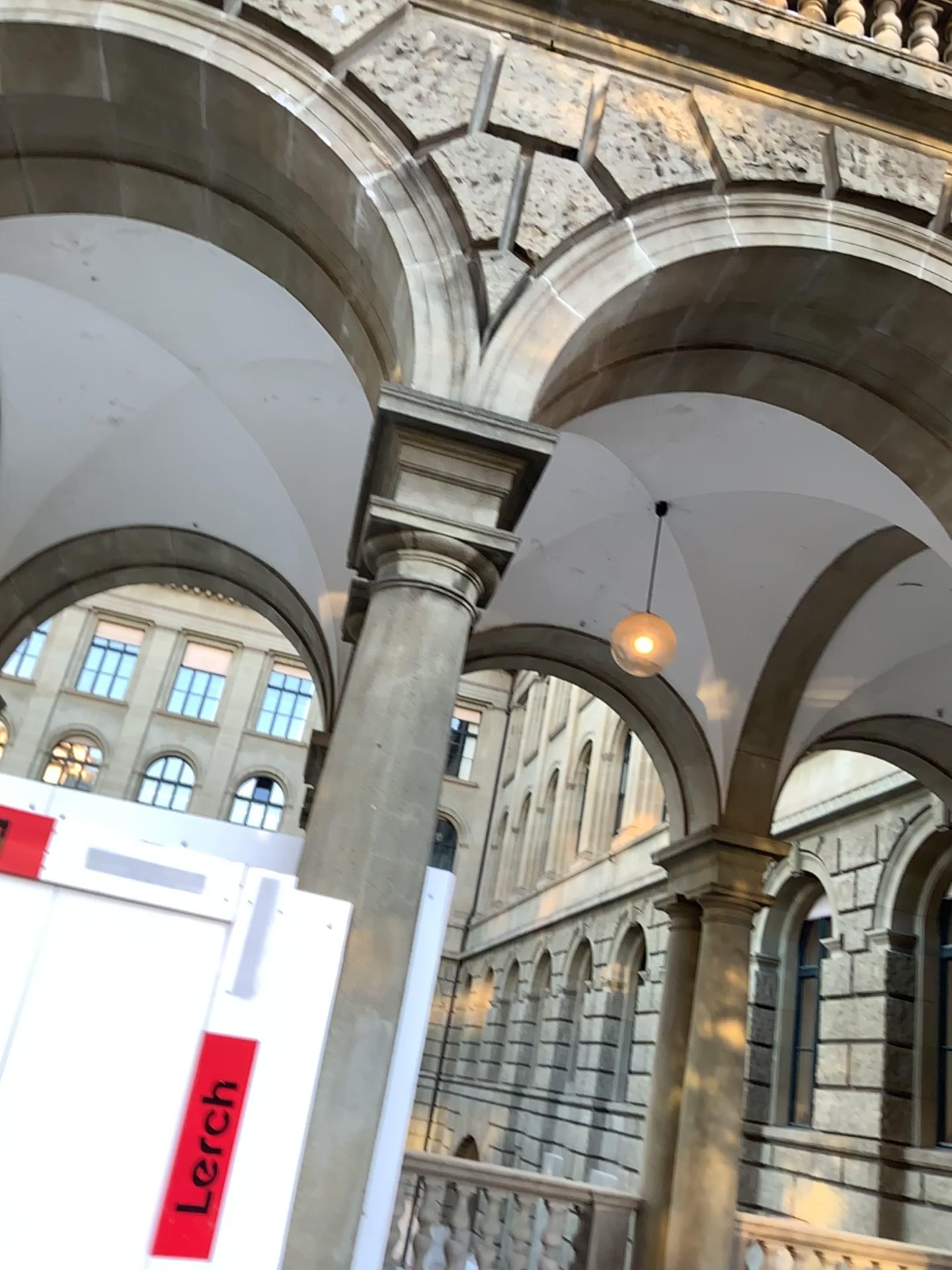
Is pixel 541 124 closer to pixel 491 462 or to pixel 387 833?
pixel 491 462
